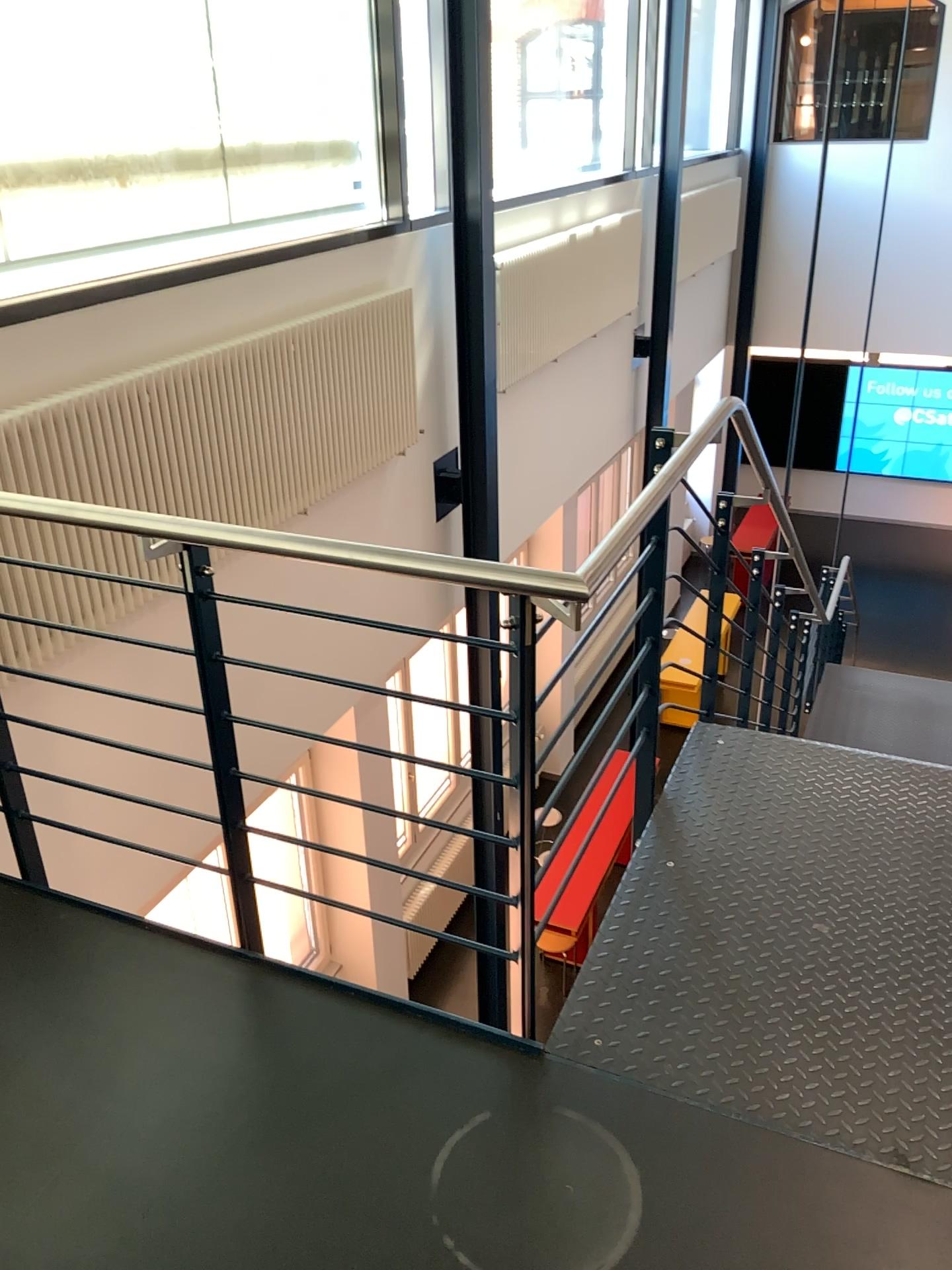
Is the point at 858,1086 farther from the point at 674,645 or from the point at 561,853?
the point at 674,645

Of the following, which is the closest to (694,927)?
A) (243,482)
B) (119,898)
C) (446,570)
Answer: (446,570)

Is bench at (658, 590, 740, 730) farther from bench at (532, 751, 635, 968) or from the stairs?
bench at (532, 751, 635, 968)

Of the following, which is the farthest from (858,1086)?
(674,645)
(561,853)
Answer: (674,645)

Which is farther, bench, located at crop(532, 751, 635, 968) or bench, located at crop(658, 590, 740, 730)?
bench, located at crop(658, 590, 740, 730)

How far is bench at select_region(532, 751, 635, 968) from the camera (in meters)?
2.13

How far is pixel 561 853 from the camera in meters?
2.1 m

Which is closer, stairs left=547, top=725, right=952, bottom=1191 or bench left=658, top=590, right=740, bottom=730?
stairs left=547, top=725, right=952, bottom=1191

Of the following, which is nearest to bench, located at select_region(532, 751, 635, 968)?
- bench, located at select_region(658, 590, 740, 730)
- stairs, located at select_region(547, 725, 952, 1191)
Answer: stairs, located at select_region(547, 725, 952, 1191)
